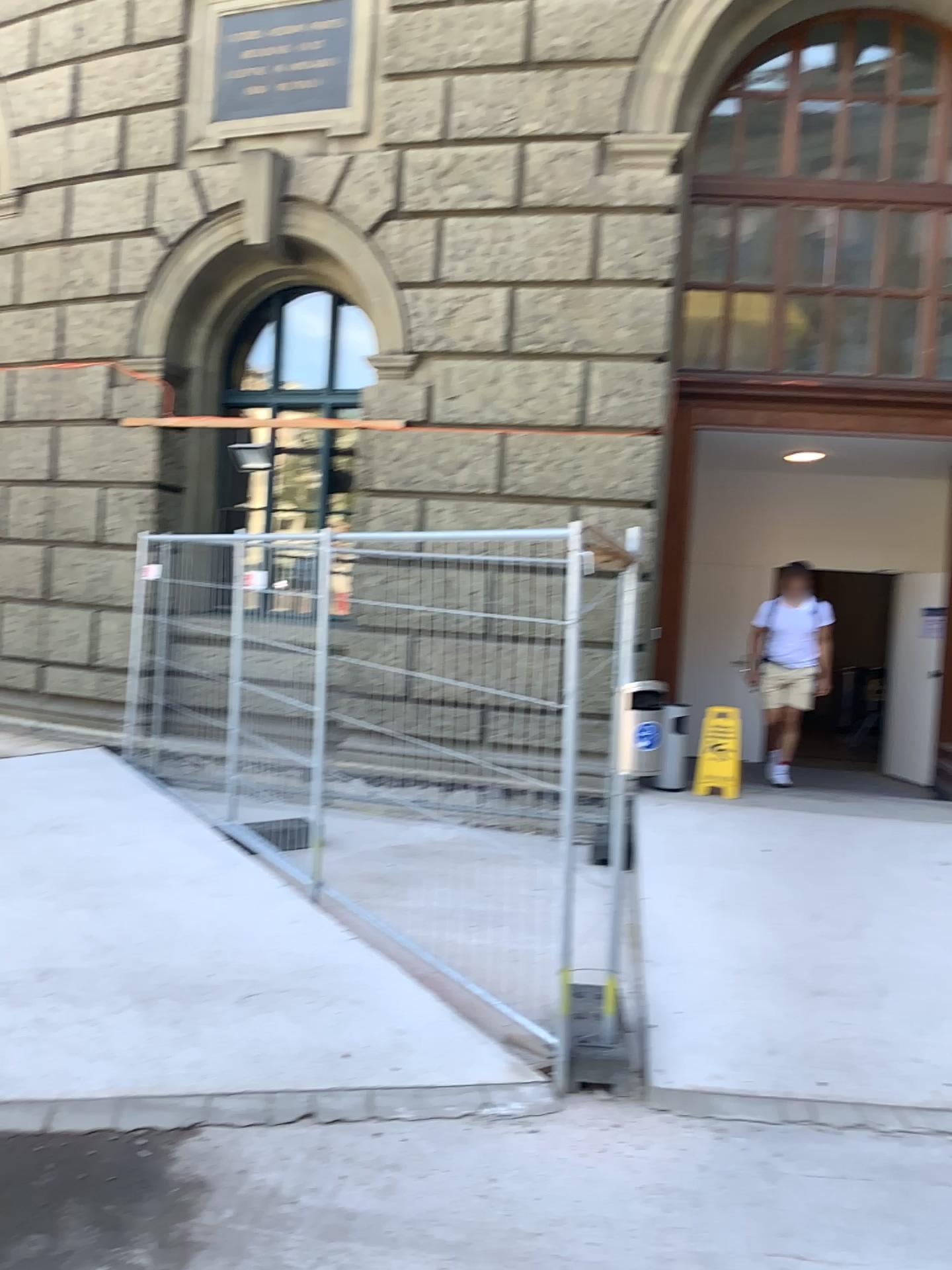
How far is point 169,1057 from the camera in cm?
361
